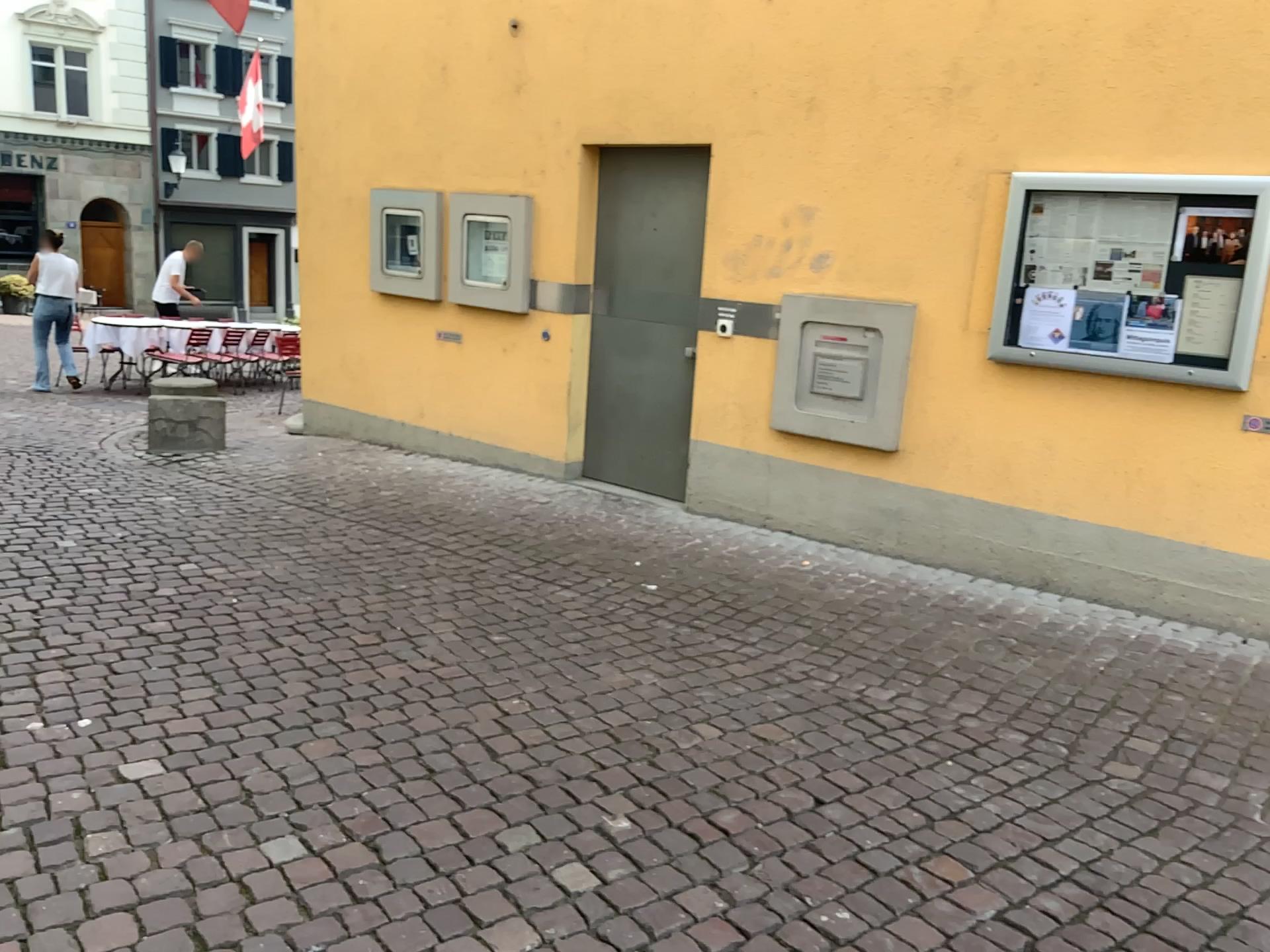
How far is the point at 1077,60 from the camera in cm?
444

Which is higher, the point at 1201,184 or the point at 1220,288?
the point at 1201,184

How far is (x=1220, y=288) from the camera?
4.1m

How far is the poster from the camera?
4.13m
